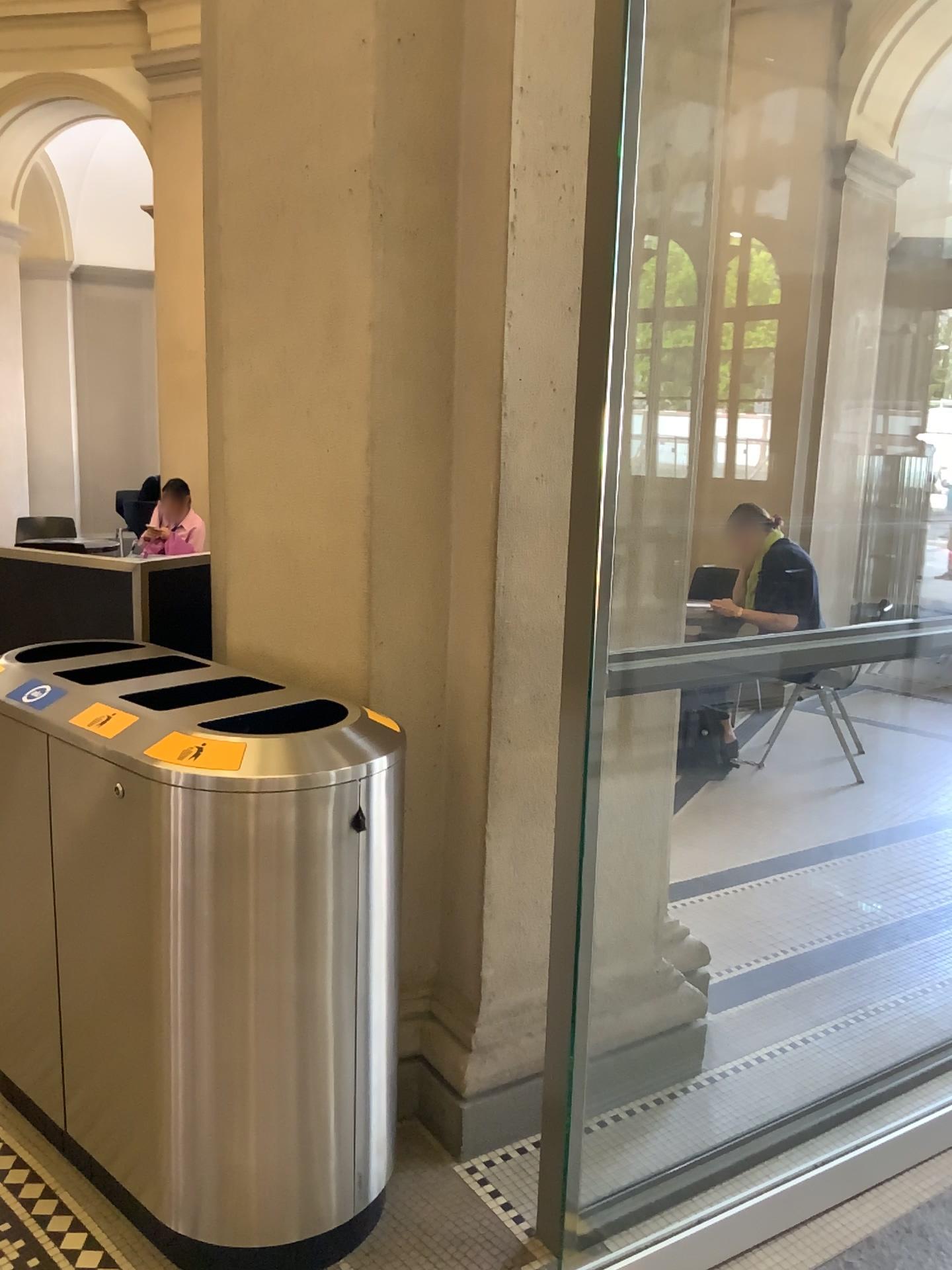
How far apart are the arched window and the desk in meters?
1.3 m

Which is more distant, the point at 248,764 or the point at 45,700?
the point at 45,700

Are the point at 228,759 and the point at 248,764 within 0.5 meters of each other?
yes

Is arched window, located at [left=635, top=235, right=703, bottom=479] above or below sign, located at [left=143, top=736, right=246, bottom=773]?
above

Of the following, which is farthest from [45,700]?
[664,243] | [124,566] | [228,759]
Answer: [664,243]

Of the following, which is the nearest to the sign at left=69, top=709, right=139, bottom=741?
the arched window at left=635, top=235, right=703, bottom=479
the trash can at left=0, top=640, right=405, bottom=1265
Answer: the trash can at left=0, top=640, right=405, bottom=1265

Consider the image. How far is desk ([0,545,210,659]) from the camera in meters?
2.9

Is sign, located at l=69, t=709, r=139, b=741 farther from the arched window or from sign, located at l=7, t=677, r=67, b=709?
the arched window

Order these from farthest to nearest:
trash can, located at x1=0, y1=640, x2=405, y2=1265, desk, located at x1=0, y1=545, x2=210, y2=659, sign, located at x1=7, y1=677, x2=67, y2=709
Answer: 1. desk, located at x1=0, y1=545, x2=210, y2=659
2. sign, located at x1=7, y1=677, x2=67, y2=709
3. trash can, located at x1=0, y1=640, x2=405, y2=1265

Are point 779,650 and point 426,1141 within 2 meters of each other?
yes
